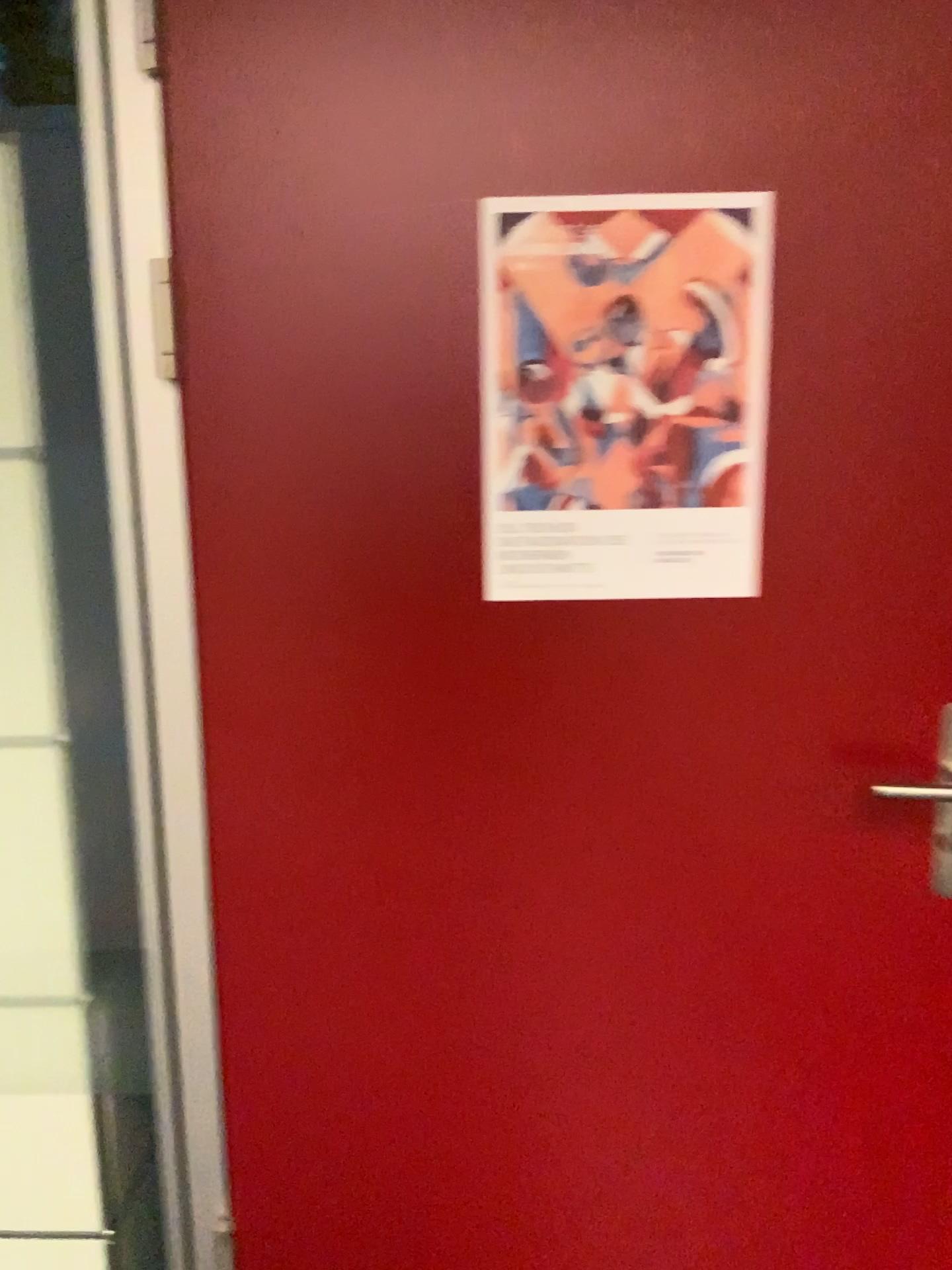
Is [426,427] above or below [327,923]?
above

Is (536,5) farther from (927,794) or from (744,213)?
(927,794)

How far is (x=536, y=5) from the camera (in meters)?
1.08

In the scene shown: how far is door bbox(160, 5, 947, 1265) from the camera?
1.08m

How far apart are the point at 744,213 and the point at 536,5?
0.3m

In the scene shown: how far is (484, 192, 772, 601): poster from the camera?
1.1m

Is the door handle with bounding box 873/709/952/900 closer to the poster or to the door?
the door

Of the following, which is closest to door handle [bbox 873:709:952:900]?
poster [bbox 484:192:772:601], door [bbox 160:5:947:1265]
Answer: door [bbox 160:5:947:1265]
